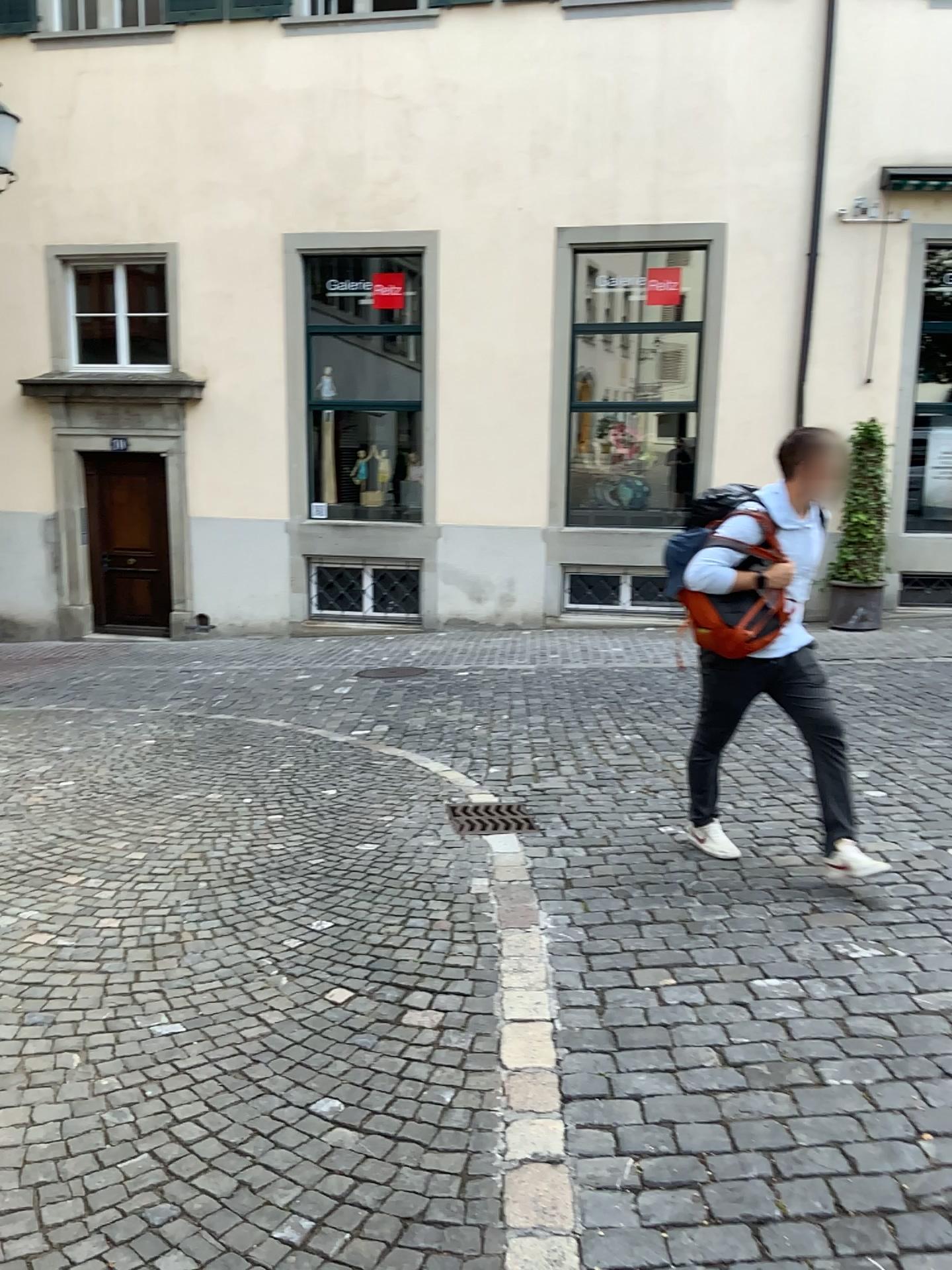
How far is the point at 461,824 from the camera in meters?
4.8 m

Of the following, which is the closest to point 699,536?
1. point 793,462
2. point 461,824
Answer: point 793,462

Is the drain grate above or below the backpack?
below

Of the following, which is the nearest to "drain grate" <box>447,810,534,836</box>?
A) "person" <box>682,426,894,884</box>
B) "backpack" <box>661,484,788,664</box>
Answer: "person" <box>682,426,894,884</box>

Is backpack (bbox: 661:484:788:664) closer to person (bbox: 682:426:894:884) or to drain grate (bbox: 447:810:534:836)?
person (bbox: 682:426:894:884)

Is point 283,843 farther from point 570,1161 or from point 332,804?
point 570,1161

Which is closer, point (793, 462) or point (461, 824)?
point (793, 462)

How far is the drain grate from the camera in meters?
4.8

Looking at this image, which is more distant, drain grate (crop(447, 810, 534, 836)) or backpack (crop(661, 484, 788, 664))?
drain grate (crop(447, 810, 534, 836))
